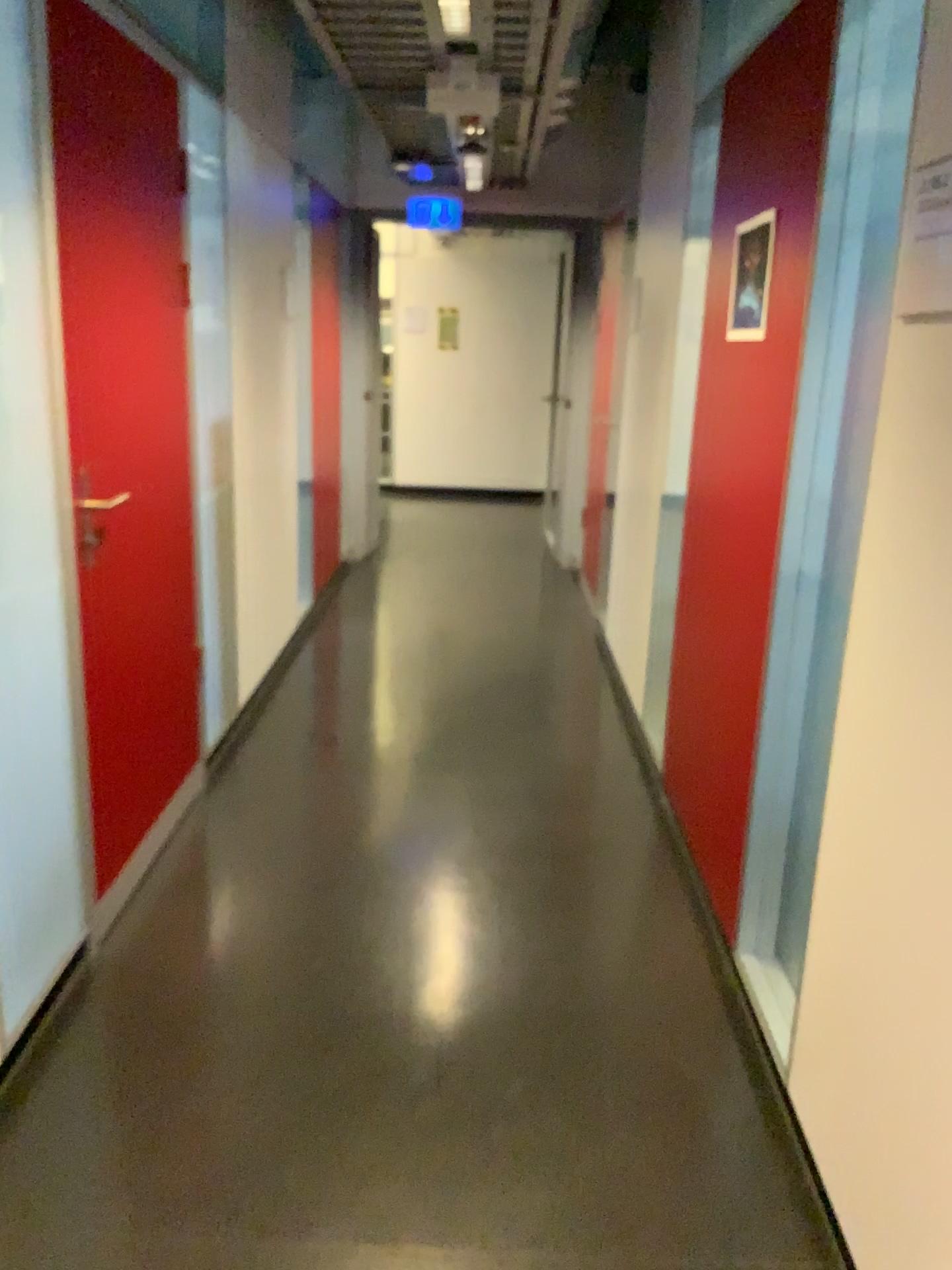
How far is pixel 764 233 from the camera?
2.6 meters

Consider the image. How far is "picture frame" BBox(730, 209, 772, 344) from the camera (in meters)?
2.60

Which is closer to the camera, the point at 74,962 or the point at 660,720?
the point at 74,962
